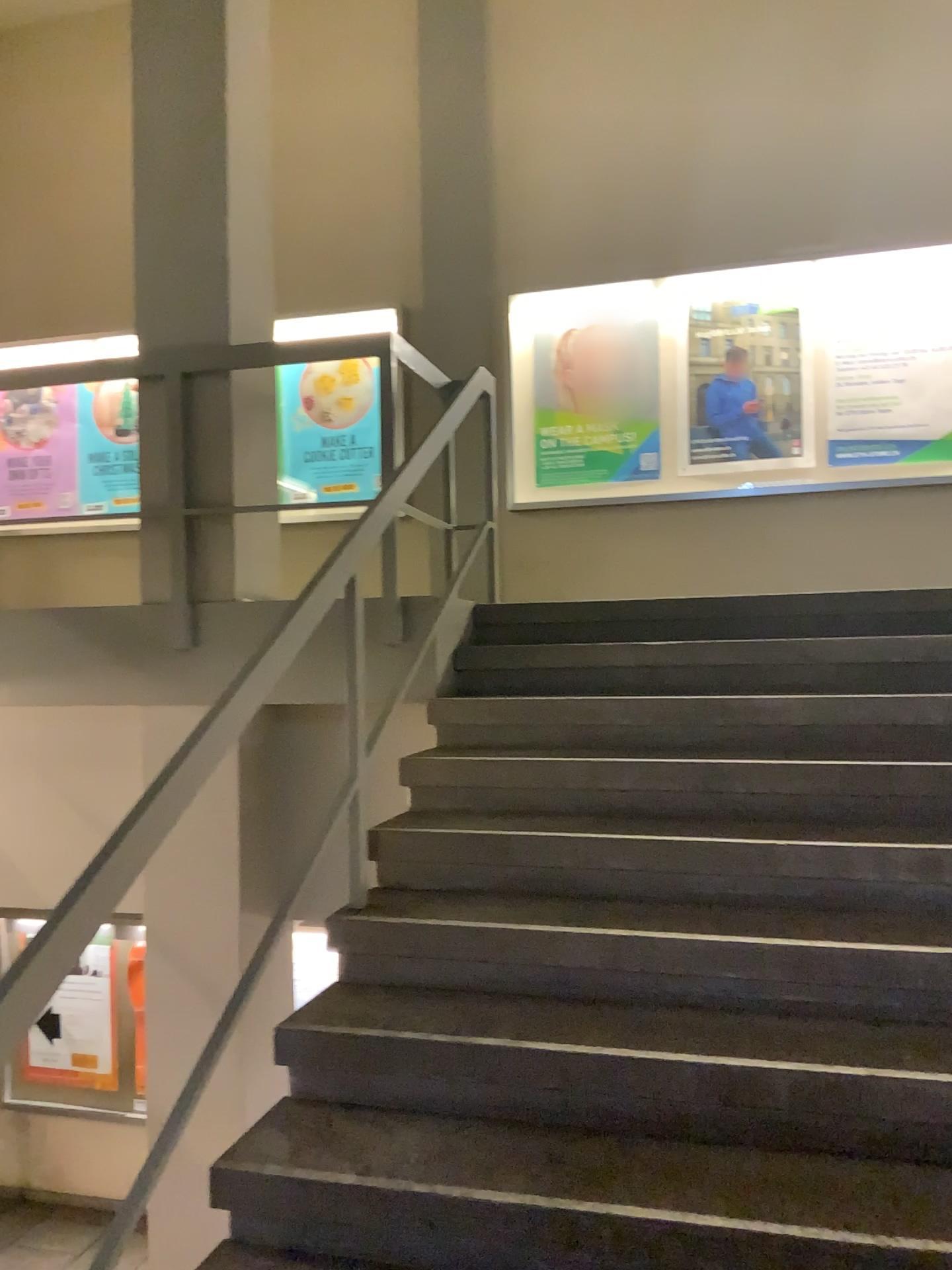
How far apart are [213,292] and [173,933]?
2.27m
